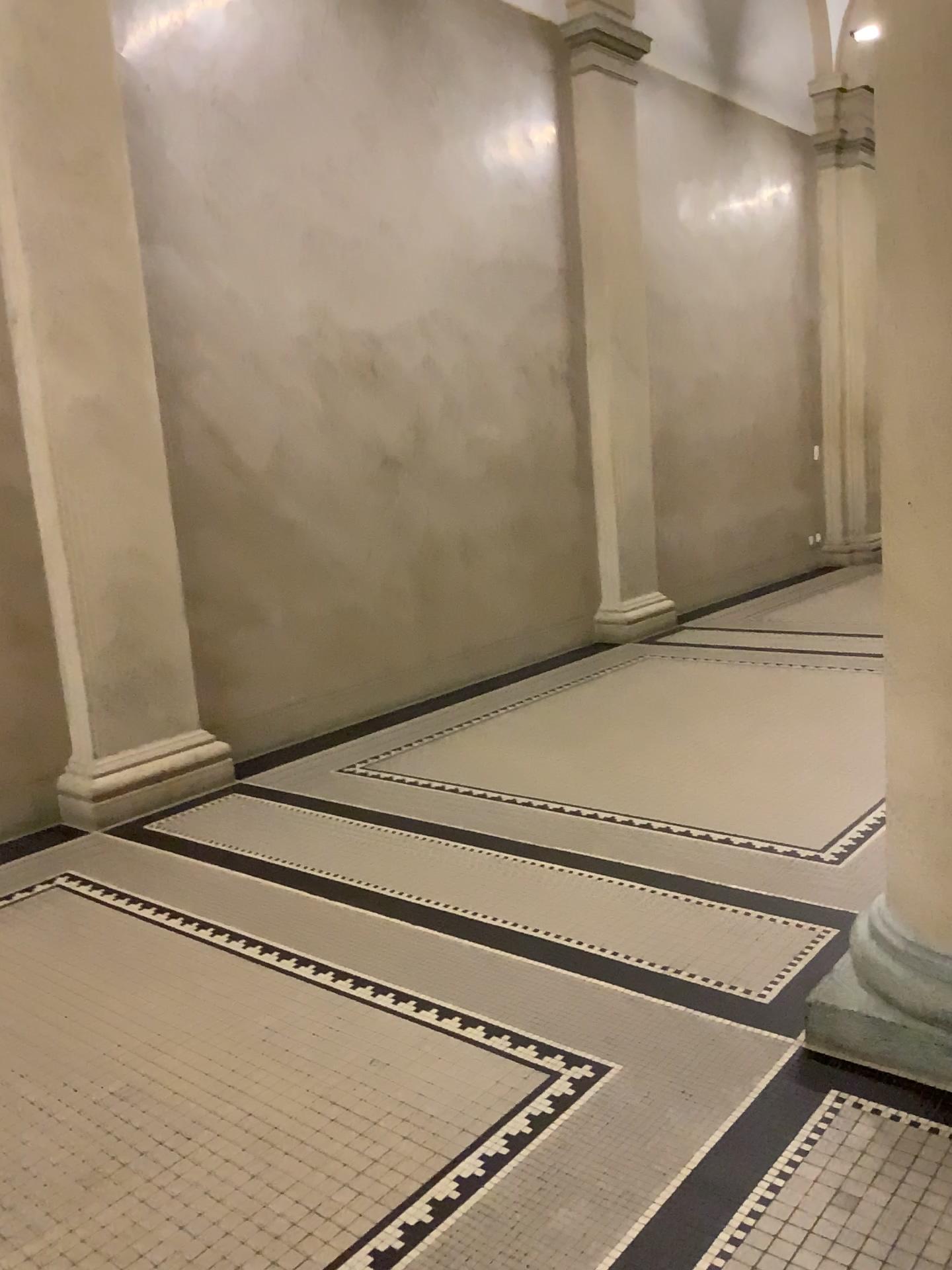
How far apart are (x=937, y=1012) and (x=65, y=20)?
4.7m

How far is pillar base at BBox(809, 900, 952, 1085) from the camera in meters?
2.3 m

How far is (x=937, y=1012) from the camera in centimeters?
232cm

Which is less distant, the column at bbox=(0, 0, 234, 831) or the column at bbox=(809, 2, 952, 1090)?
the column at bbox=(809, 2, 952, 1090)

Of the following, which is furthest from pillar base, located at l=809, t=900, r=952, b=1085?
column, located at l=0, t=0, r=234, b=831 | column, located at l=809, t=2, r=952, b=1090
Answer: column, located at l=0, t=0, r=234, b=831

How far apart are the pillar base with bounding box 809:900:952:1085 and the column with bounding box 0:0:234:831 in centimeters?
300cm

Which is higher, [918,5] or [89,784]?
[918,5]

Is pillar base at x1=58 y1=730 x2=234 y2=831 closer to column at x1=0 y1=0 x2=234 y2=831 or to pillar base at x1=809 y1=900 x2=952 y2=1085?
column at x1=0 y1=0 x2=234 y2=831

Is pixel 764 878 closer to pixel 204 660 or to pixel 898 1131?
pixel 898 1131

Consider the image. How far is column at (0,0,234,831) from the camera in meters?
4.3 m
